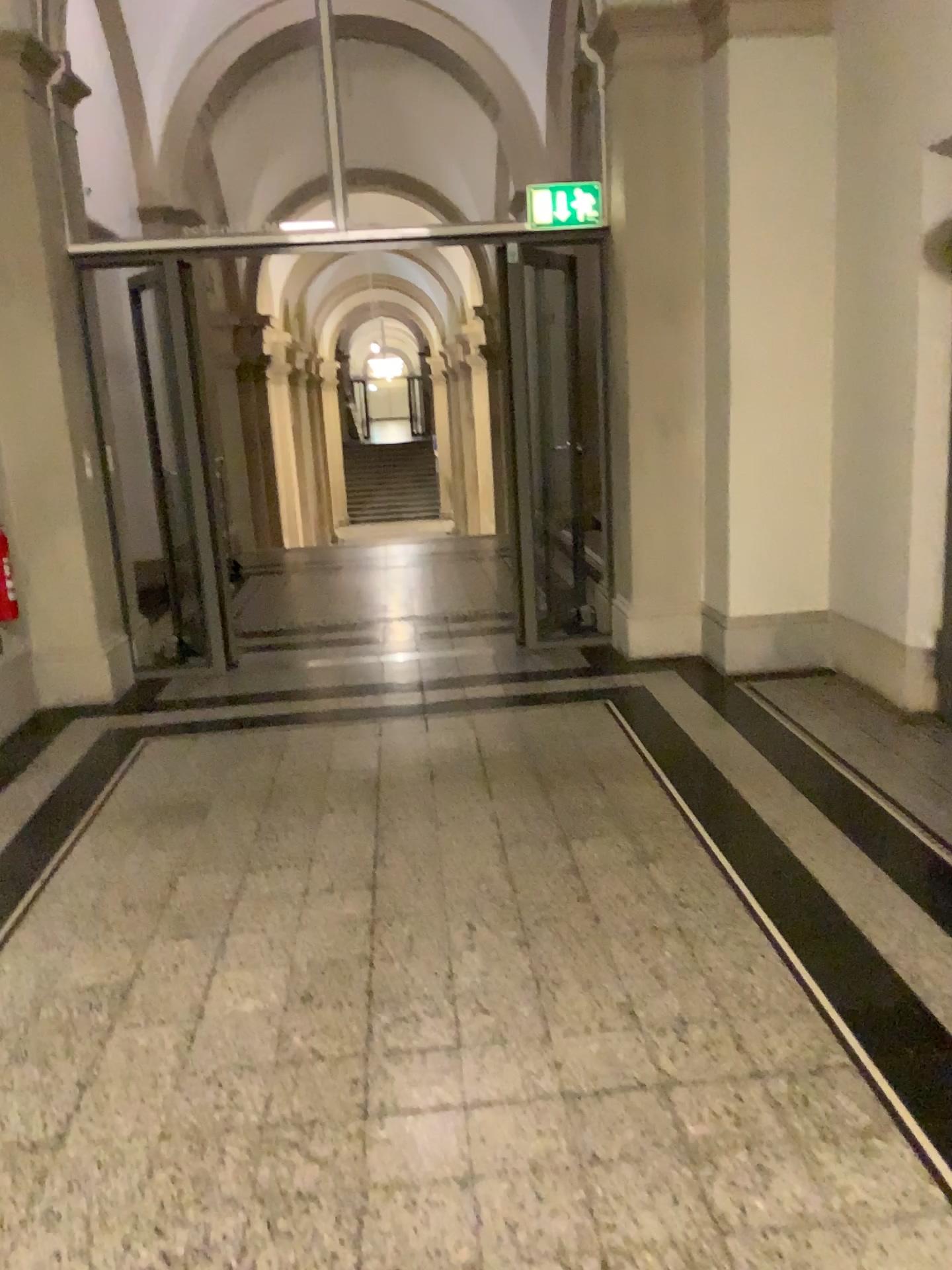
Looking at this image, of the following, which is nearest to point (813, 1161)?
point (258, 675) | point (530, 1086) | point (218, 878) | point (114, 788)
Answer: point (530, 1086)
